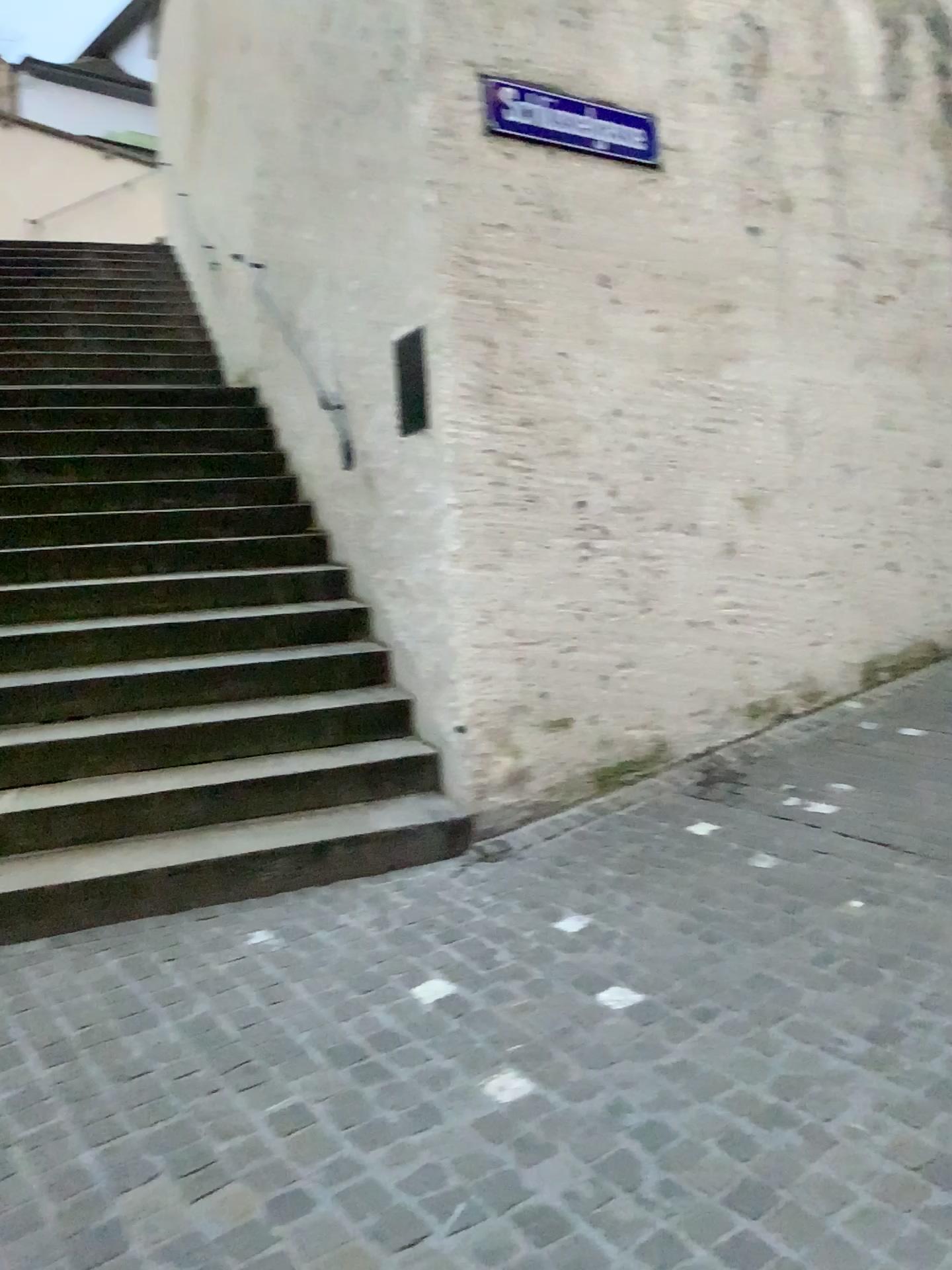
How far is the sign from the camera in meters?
3.9

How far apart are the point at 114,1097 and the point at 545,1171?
1.0m

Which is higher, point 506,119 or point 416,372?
point 506,119

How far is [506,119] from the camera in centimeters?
394cm

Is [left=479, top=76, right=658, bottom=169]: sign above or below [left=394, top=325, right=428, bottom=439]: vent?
above
